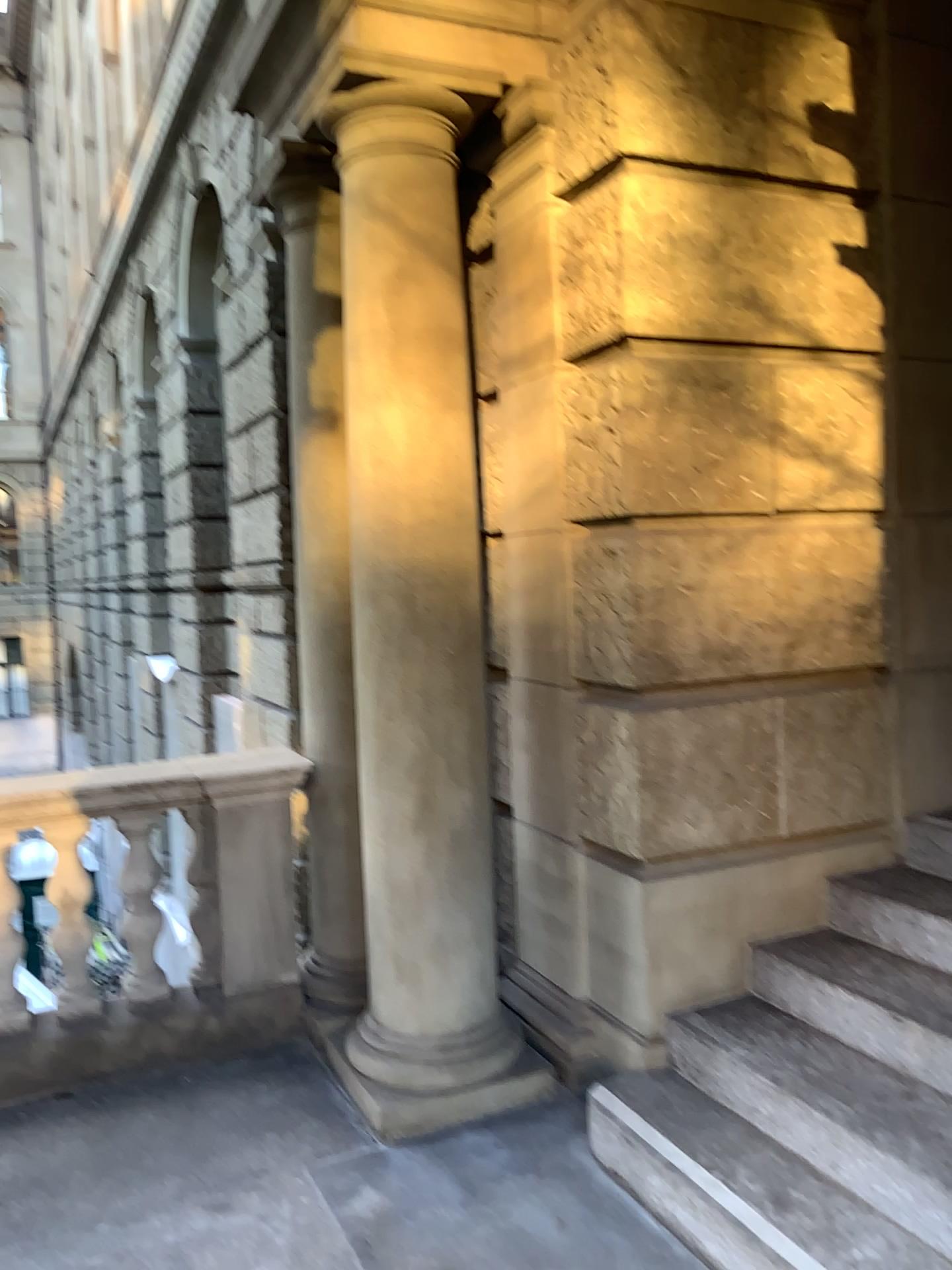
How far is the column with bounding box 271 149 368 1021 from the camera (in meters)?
3.75

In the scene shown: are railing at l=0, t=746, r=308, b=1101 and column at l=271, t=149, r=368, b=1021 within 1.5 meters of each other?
yes

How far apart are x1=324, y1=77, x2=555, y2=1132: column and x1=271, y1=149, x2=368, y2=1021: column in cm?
38

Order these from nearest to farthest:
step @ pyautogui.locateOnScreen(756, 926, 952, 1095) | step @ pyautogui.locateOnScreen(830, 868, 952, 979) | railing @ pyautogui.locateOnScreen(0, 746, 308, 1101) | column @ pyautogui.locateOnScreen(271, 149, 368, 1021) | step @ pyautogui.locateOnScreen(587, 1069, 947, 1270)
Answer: step @ pyautogui.locateOnScreen(587, 1069, 947, 1270) → step @ pyautogui.locateOnScreen(756, 926, 952, 1095) → step @ pyautogui.locateOnScreen(830, 868, 952, 979) → railing @ pyautogui.locateOnScreen(0, 746, 308, 1101) → column @ pyautogui.locateOnScreen(271, 149, 368, 1021)

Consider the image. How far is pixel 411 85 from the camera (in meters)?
3.07

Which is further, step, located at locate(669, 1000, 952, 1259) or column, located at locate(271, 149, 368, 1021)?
column, located at locate(271, 149, 368, 1021)

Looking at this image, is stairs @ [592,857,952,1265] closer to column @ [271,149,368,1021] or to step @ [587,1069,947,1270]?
step @ [587,1069,947,1270]

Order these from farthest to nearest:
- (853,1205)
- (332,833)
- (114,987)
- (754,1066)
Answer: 1. (332,833)
2. (114,987)
3. (754,1066)
4. (853,1205)

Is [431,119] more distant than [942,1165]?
Yes

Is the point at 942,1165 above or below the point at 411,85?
below
